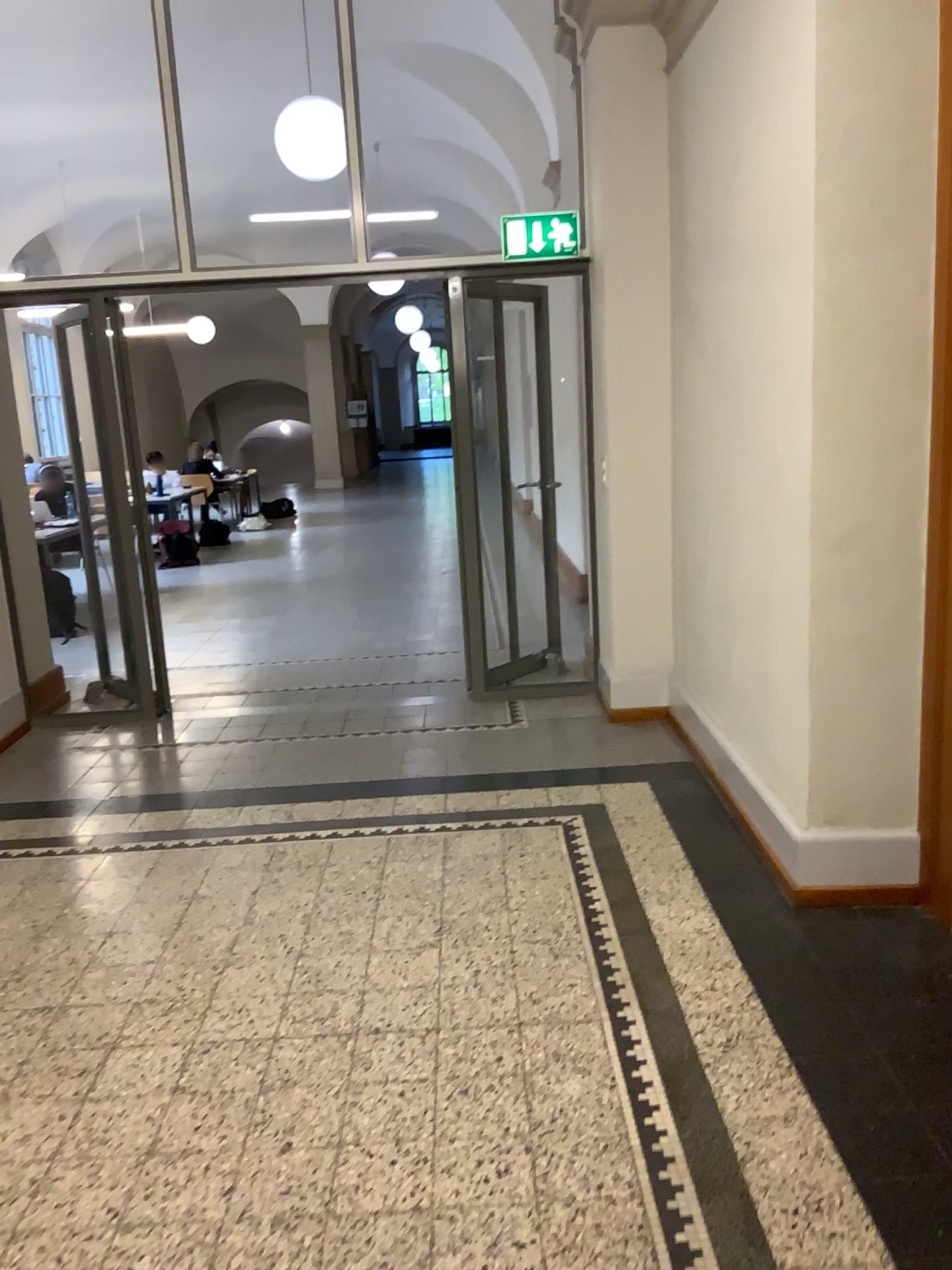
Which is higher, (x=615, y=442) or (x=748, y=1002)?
(x=615, y=442)
